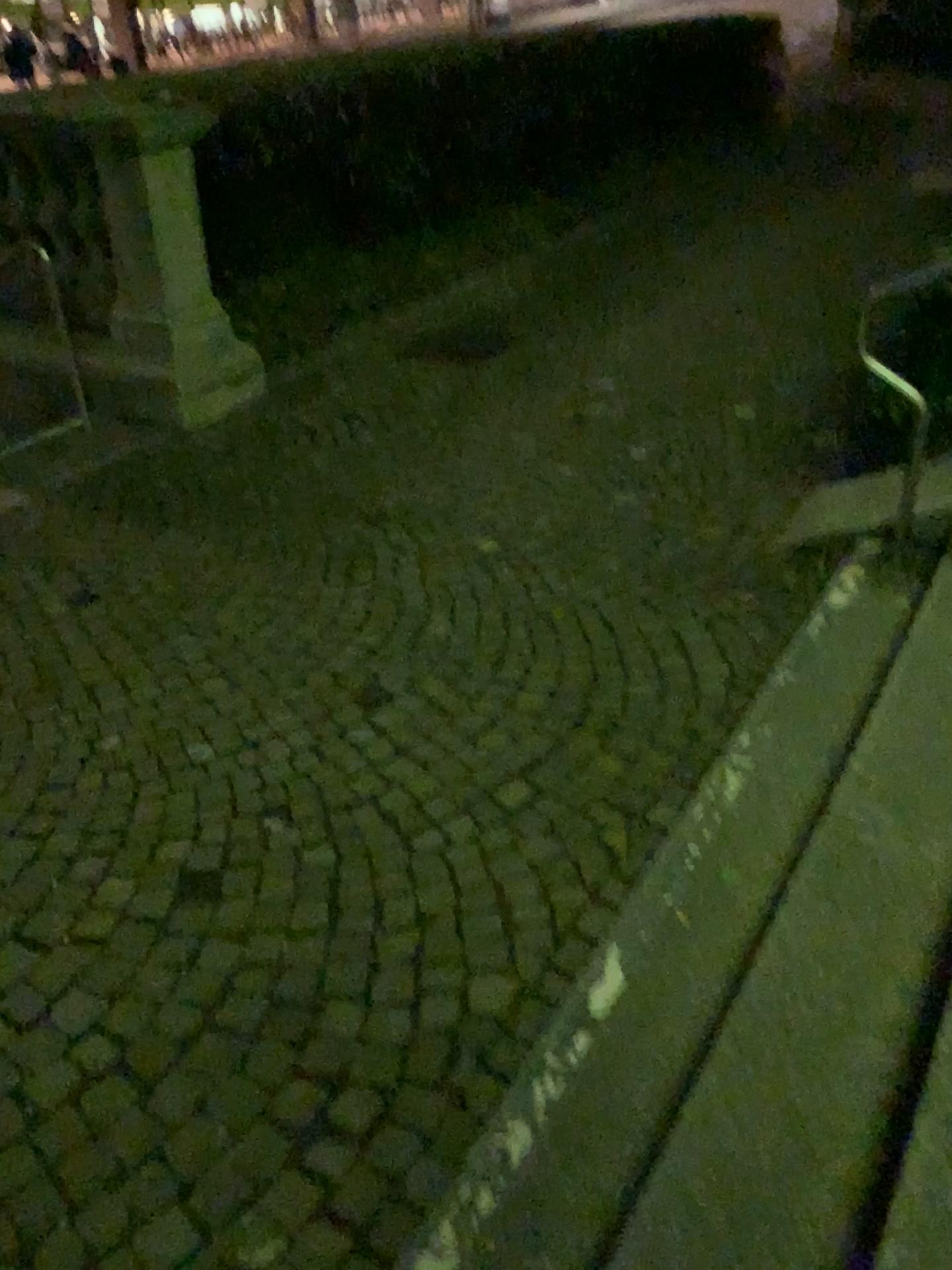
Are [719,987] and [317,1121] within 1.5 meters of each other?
yes
